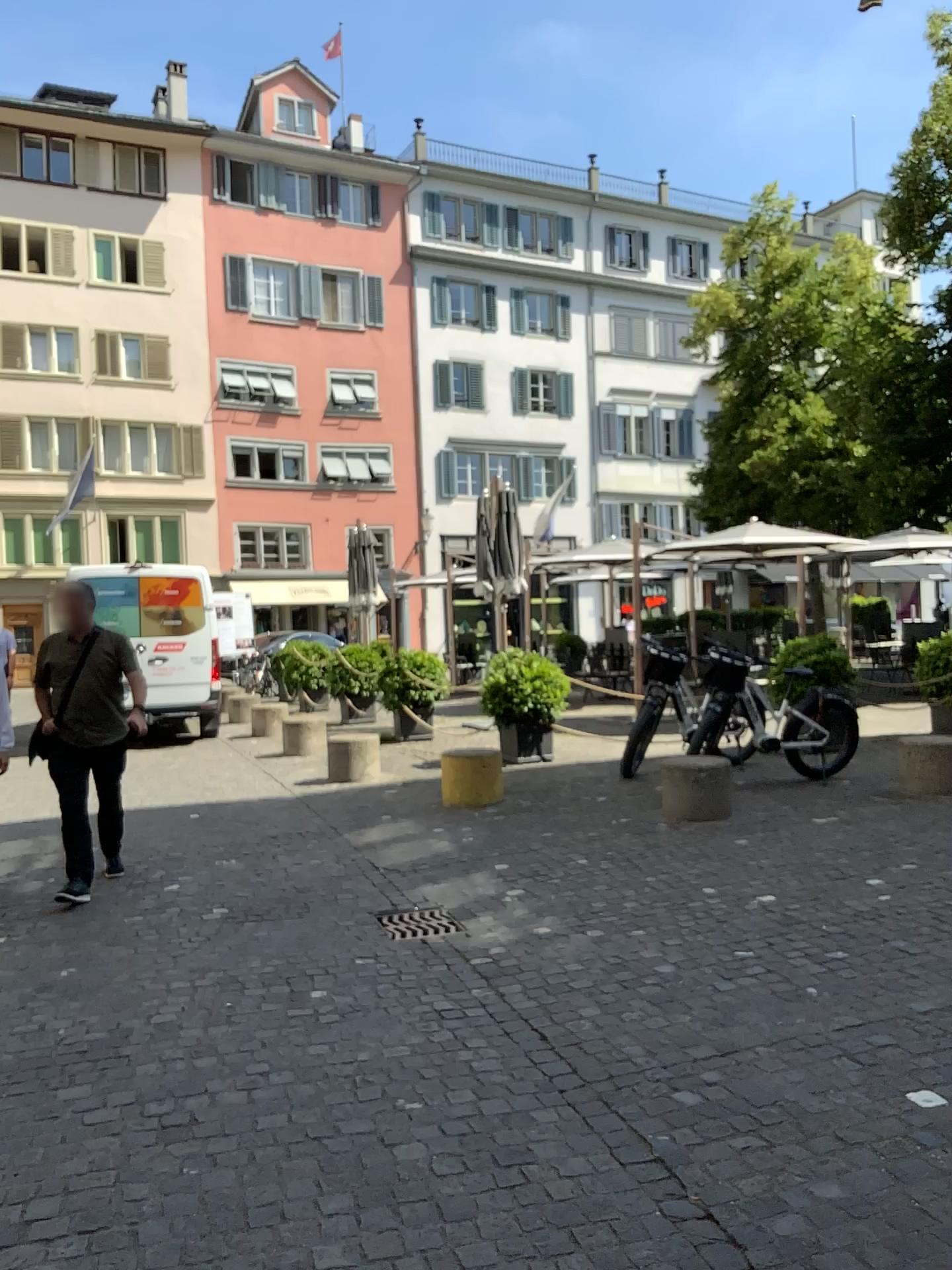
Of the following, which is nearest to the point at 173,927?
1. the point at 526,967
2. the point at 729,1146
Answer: the point at 526,967
